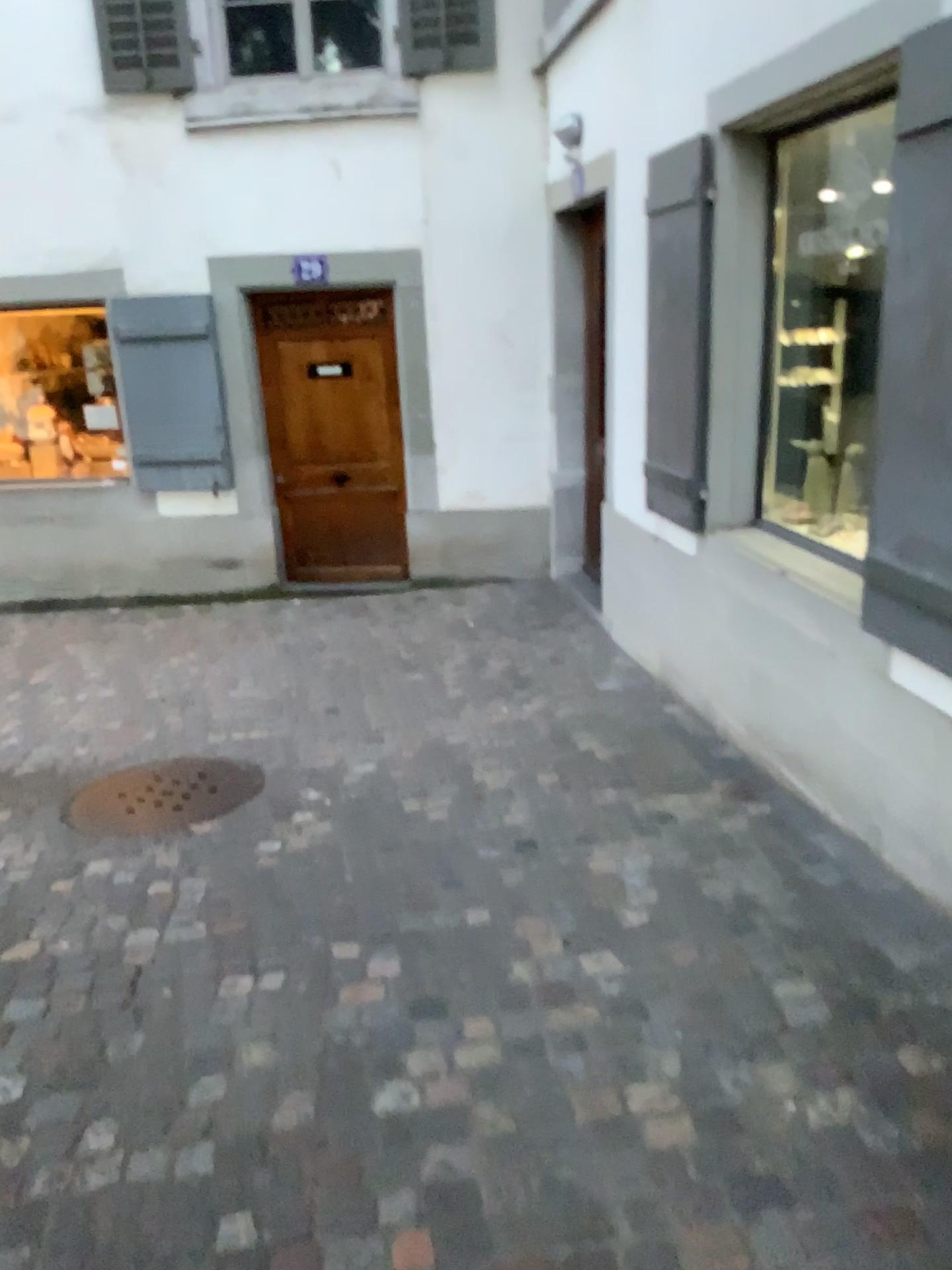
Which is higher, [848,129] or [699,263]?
[848,129]

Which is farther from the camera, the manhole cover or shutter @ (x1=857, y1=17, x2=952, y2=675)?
the manhole cover

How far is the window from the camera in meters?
3.8 m

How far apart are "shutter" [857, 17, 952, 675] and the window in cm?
104

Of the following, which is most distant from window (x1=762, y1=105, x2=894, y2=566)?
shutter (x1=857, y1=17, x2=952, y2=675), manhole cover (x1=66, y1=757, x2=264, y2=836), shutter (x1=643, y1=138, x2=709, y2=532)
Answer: manhole cover (x1=66, y1=757, x2=264, y2=836)

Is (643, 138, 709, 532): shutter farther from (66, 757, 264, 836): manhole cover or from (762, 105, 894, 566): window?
(66, 757, 264, 836): manhole cover

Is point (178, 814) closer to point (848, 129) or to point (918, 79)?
point (918, 79)

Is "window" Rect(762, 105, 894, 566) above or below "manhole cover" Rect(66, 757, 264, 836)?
above

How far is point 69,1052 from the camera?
2.4m

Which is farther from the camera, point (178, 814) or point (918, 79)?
point (178, 814)
